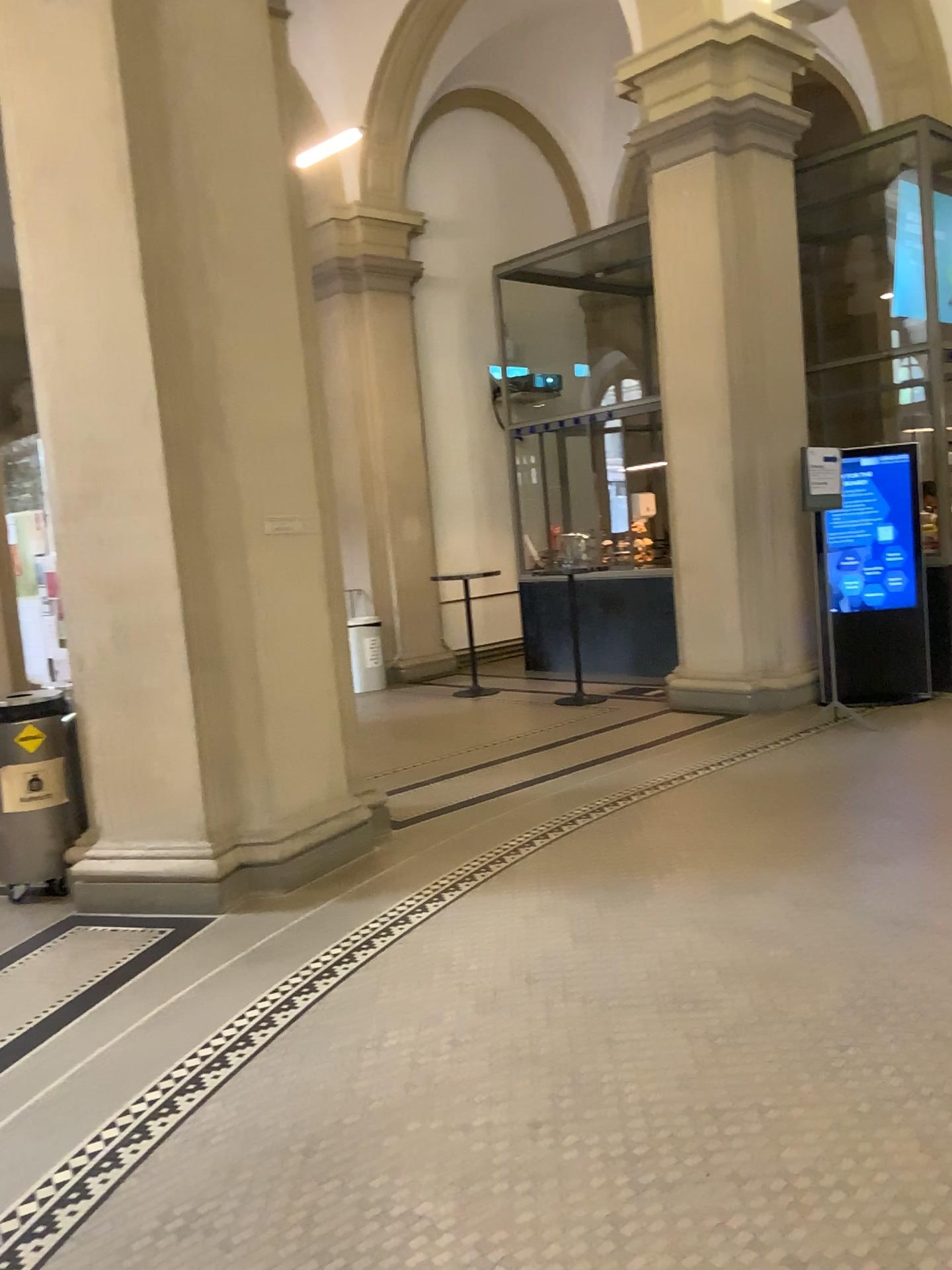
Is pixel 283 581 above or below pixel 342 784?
above
